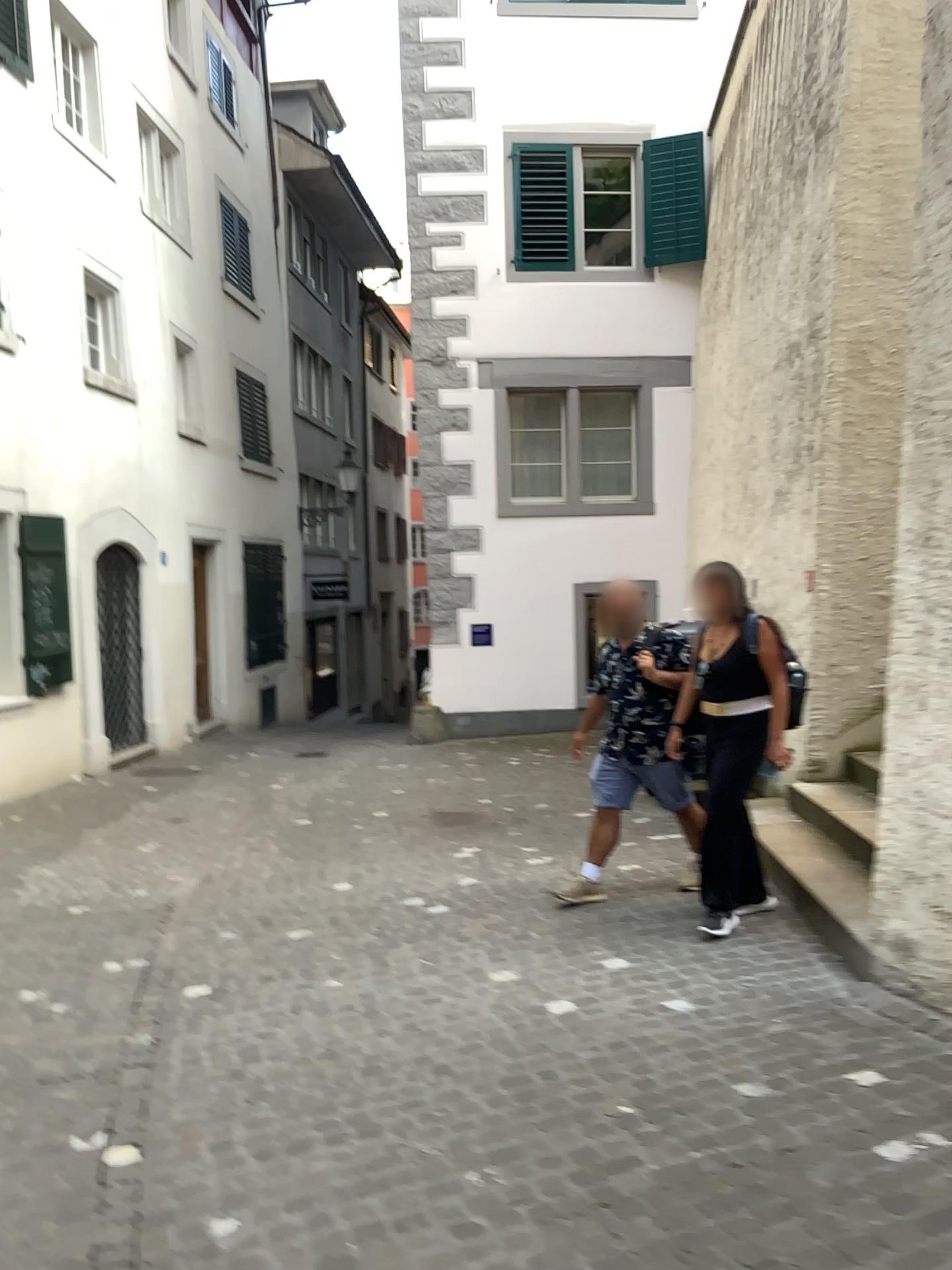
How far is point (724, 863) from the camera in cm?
463

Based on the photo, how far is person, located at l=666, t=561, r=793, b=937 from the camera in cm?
463

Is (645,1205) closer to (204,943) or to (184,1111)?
(184,1111)
